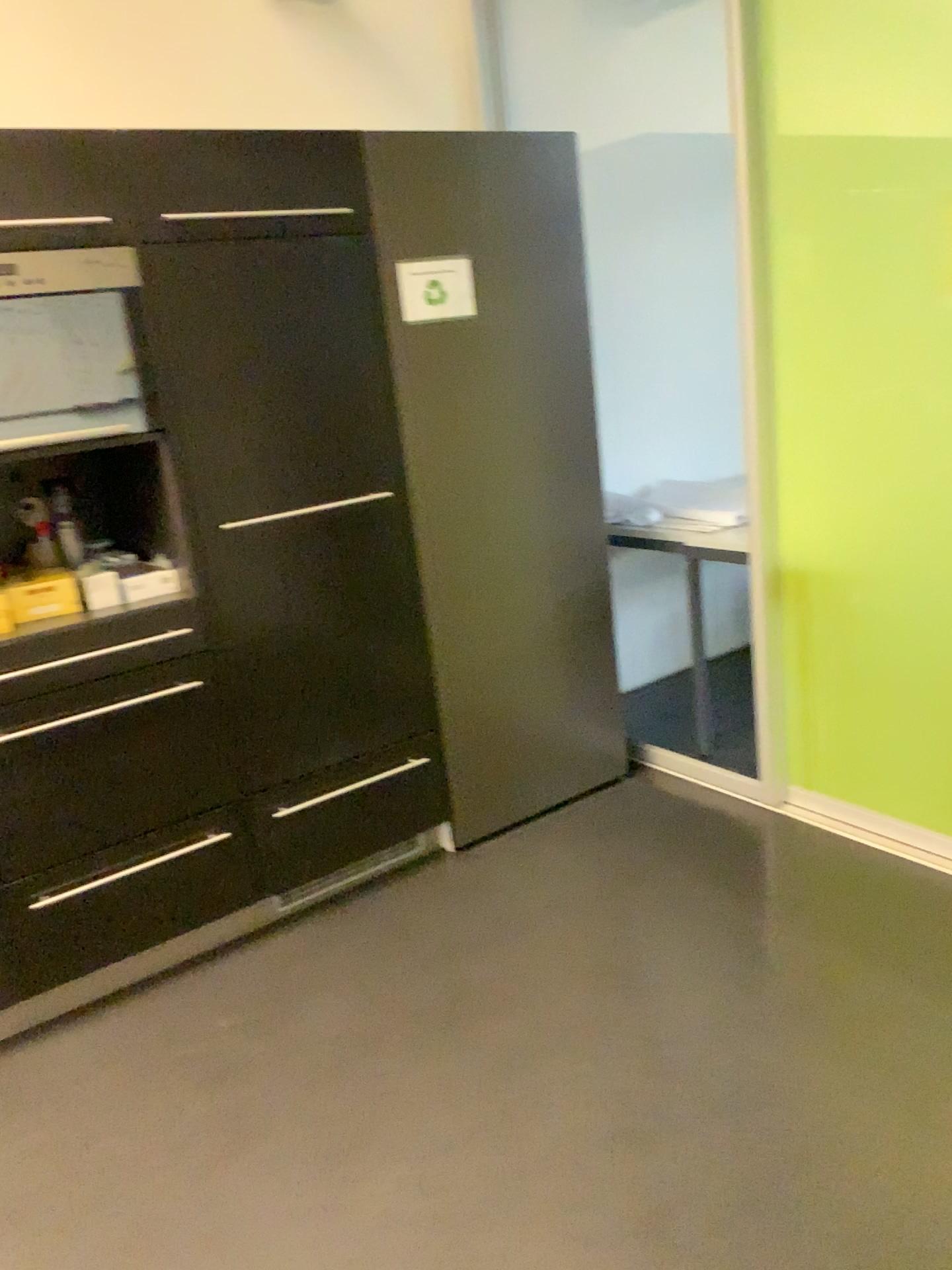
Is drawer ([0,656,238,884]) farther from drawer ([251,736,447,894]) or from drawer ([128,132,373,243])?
drawer ([128,132,373,243])

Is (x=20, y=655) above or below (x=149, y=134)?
below

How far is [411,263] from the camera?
2.6m

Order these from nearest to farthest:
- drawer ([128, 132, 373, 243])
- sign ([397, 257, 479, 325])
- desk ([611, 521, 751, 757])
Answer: drawer ([128, 132, 373, 243]) → sign ([397, 257, 479, 325]) → desk ([611, 521, 751, 757])

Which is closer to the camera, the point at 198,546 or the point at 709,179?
the point at 198,546

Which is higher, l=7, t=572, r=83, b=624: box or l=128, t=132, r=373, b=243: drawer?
l=128, t=132, r=373, b=243: drawer

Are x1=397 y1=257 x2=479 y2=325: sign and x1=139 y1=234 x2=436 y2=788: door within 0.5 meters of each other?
yes

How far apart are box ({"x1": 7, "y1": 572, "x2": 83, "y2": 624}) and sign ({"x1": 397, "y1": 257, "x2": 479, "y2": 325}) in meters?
1.0 m

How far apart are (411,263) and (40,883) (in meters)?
1.70

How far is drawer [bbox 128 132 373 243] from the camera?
2.2 meters
